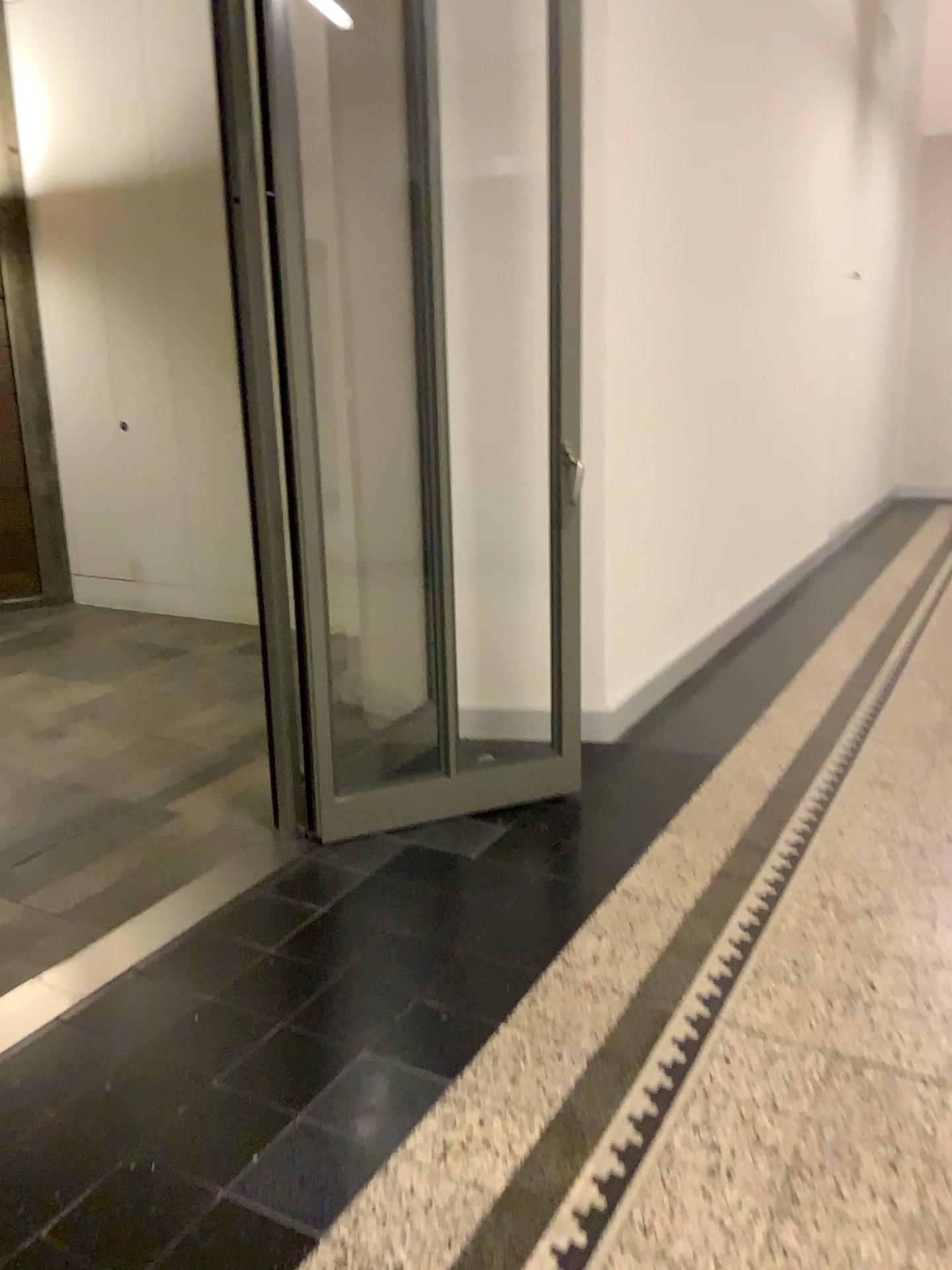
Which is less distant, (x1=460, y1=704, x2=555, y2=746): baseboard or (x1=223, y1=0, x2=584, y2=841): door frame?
(x1=223, y1=0, x2=584, y2=841): door frame

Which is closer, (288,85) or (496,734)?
(288,85)

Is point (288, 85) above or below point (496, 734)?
above

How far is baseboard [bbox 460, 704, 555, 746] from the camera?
3.6m

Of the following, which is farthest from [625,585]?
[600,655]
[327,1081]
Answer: [327,1081]

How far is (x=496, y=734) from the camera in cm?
361
